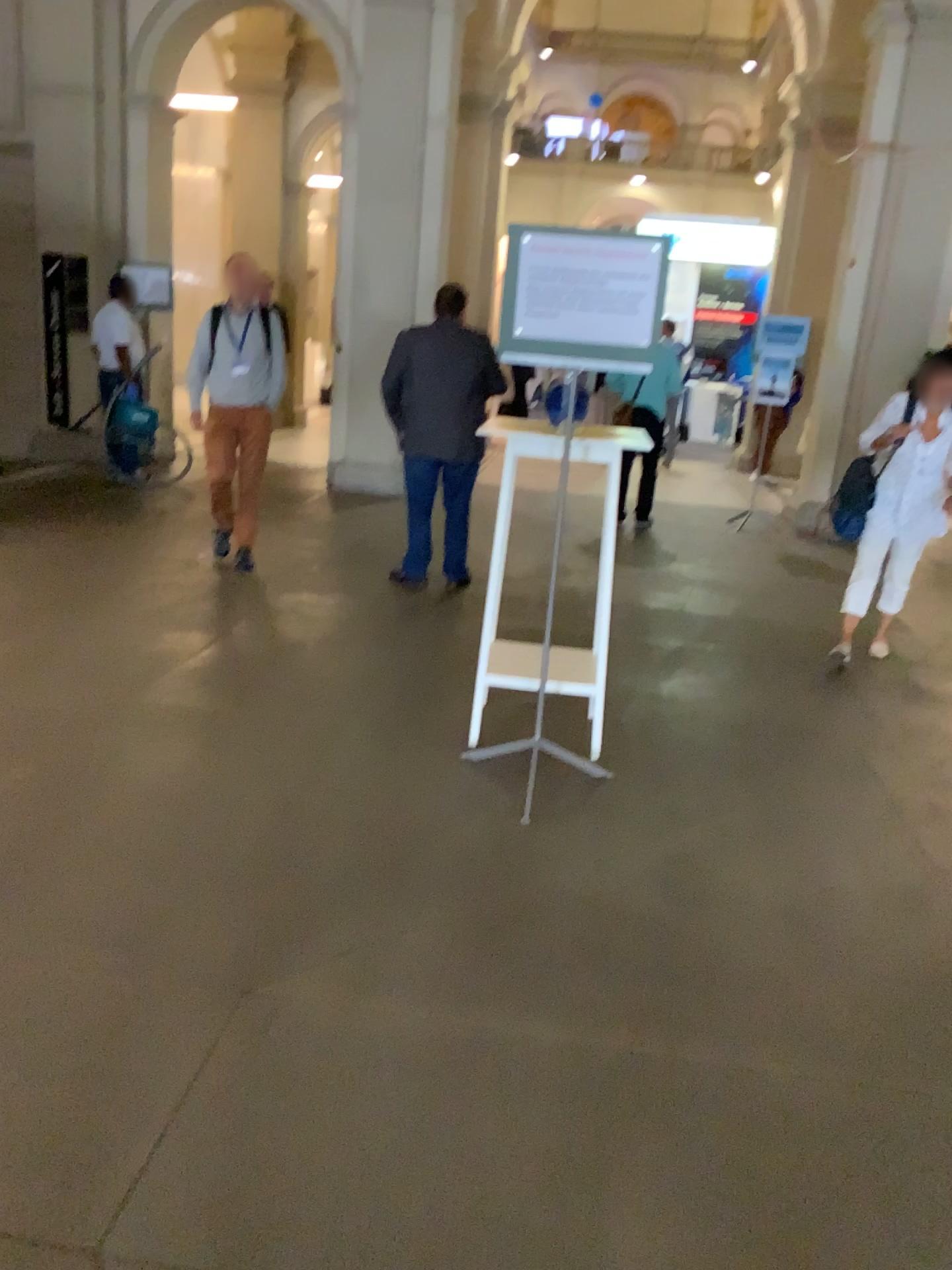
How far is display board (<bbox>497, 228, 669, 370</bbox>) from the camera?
3.19m

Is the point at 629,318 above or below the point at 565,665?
above

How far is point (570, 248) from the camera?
3.2 meters
